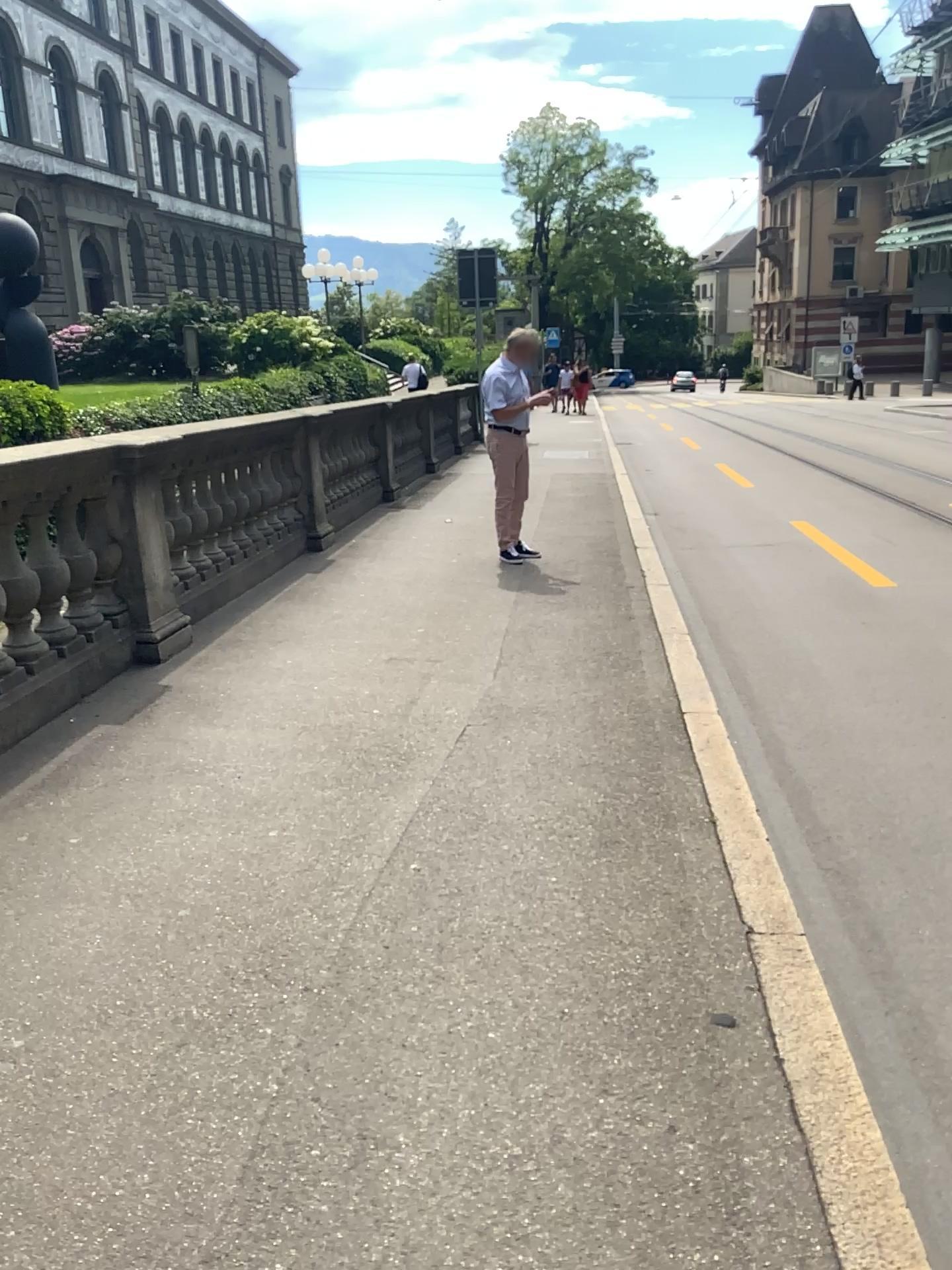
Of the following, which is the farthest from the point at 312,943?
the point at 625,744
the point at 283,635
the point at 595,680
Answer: the point at 283,635
